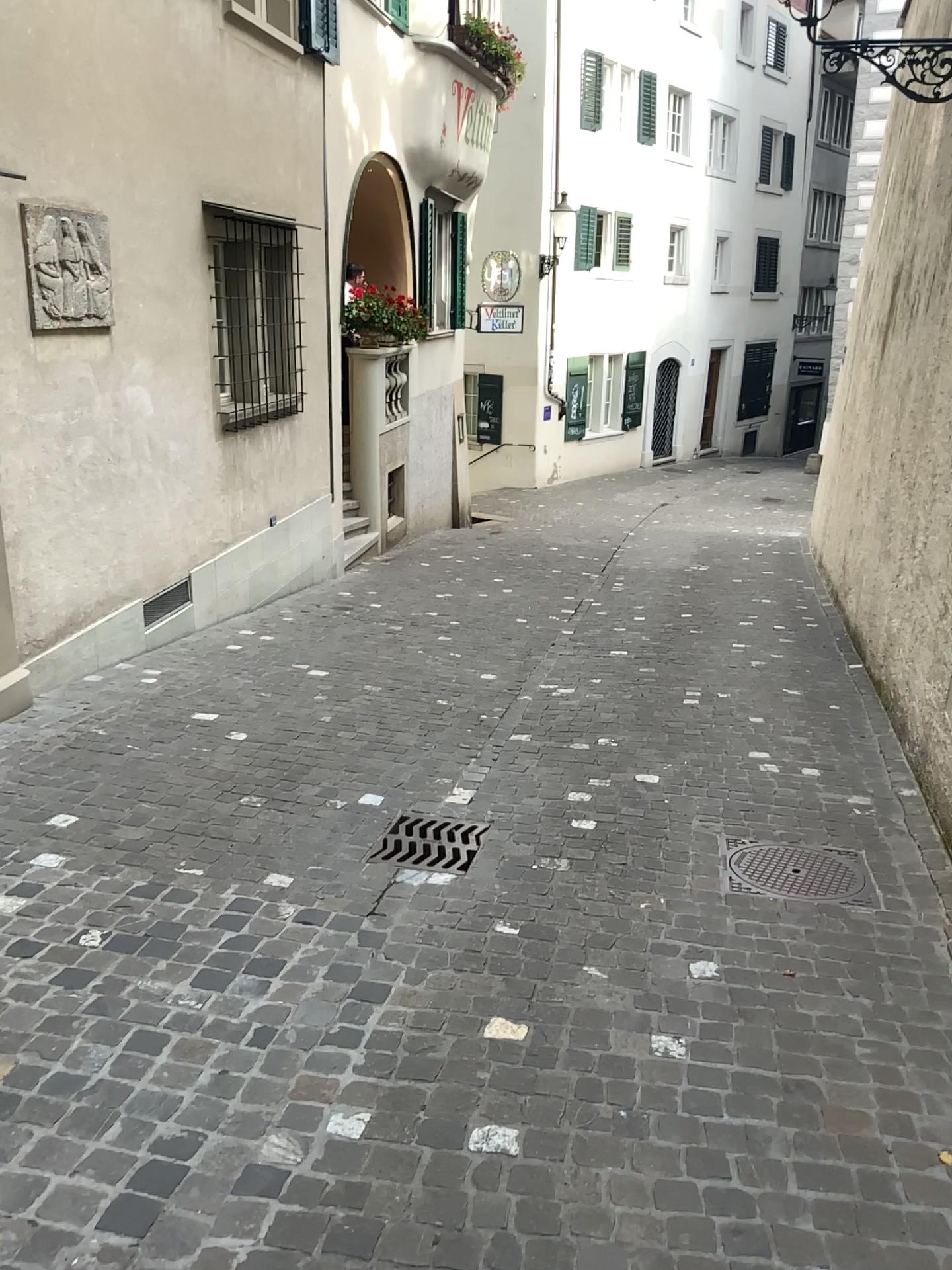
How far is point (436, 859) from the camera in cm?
376

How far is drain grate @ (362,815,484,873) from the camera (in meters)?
3.76

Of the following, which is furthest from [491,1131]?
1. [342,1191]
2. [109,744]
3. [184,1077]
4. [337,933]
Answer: [109,744]

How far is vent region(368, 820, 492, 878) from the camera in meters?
3.8 m

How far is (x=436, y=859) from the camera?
3.8 meters
